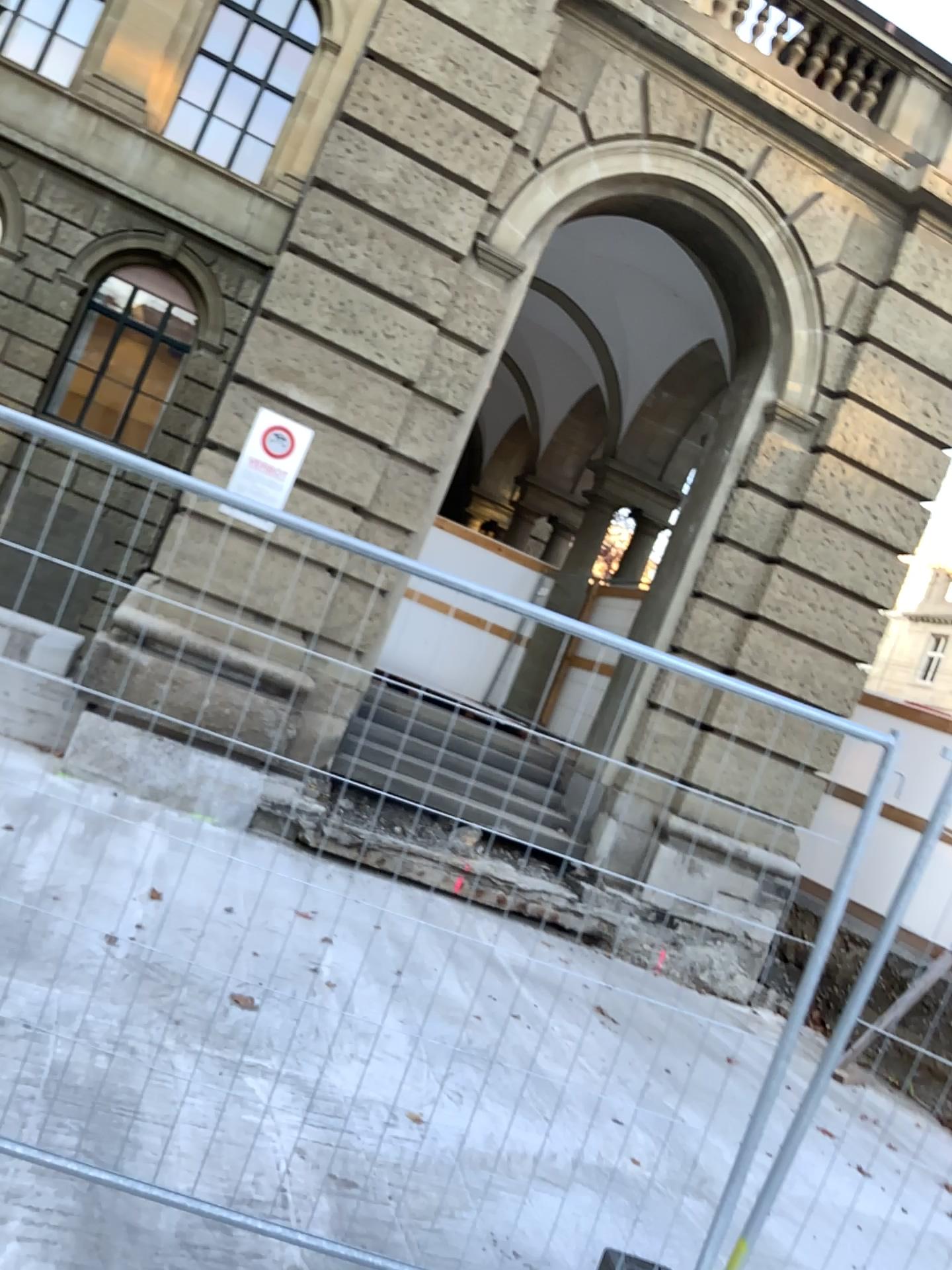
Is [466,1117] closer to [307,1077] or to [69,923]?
[307,1077]
